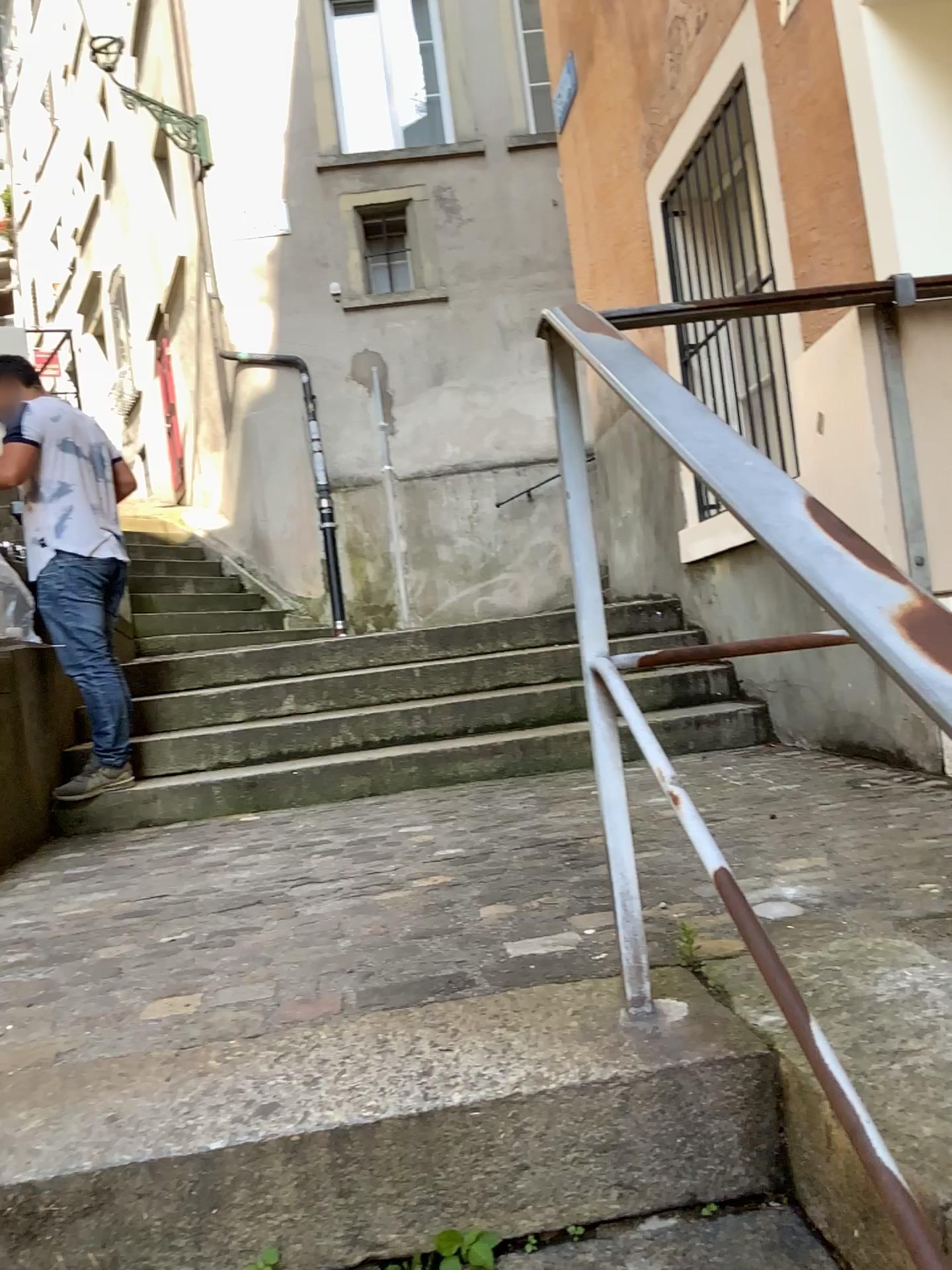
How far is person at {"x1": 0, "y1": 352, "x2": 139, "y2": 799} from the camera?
3.75m

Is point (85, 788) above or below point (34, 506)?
below

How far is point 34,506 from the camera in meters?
3.7 m

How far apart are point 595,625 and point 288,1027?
0.7m
